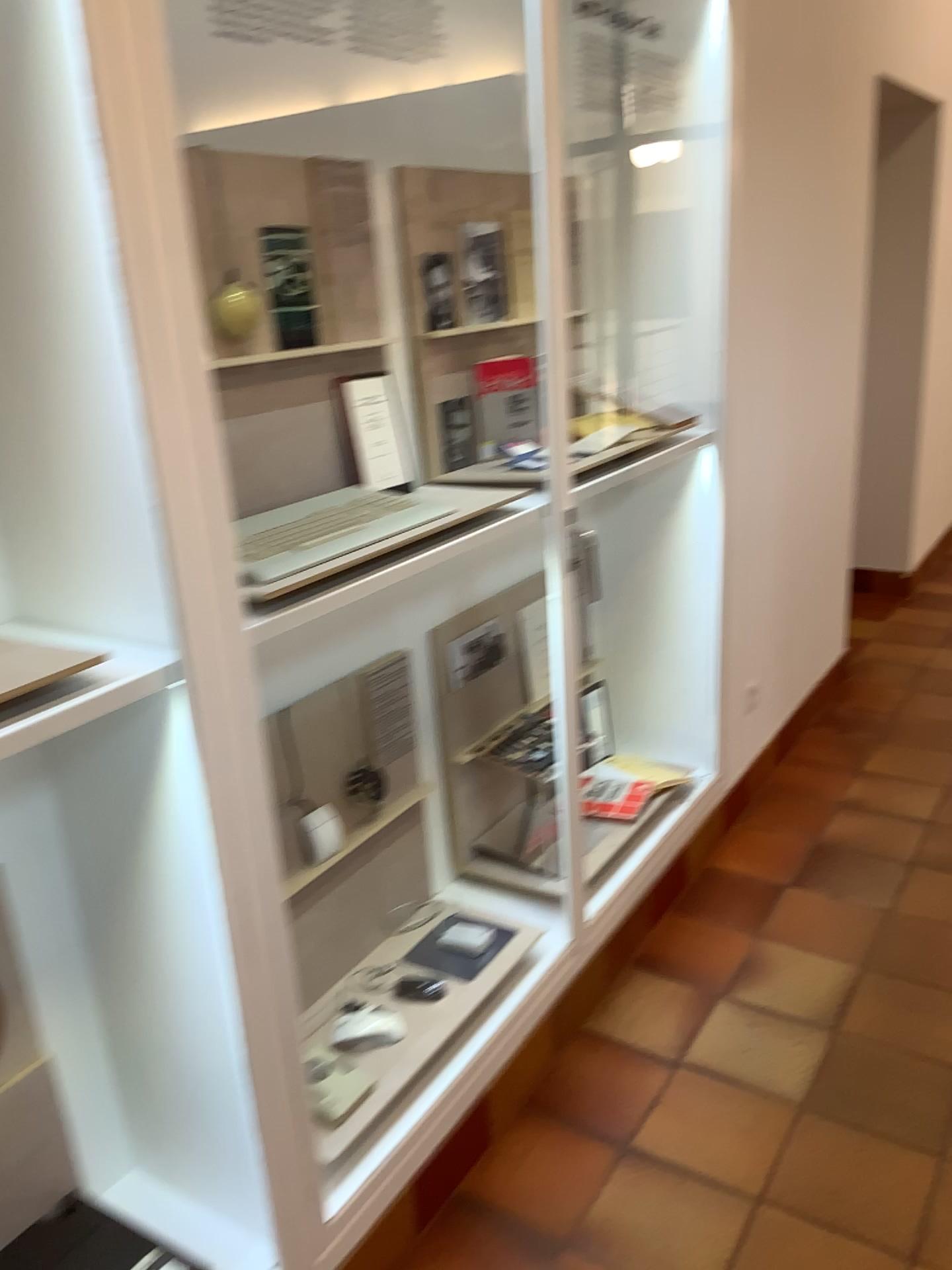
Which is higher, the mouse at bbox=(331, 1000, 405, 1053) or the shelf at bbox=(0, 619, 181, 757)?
the shelf at bbox=(0, 619, 181, 757)

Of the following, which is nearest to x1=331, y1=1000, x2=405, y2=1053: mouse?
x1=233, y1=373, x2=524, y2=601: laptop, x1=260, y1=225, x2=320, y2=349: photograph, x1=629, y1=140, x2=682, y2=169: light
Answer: x1=233, y1=373, x2=524, y2=601: laptop

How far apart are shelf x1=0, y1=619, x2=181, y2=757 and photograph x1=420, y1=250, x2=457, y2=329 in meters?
1.3 m

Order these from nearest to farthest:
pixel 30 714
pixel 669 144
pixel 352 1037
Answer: pixel 30 714 < pixel 352 1037 < pixel 669 144

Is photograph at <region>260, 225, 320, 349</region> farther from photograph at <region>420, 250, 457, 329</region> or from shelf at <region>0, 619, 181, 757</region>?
shelf at <region>0, 619, 181, 757</region>

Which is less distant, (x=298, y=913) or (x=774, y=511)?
(x=298, y=913)

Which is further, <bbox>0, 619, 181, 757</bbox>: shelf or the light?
the light

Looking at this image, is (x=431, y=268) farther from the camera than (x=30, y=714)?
Yes

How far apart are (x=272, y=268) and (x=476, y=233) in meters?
0.7

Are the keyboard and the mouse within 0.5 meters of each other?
no
